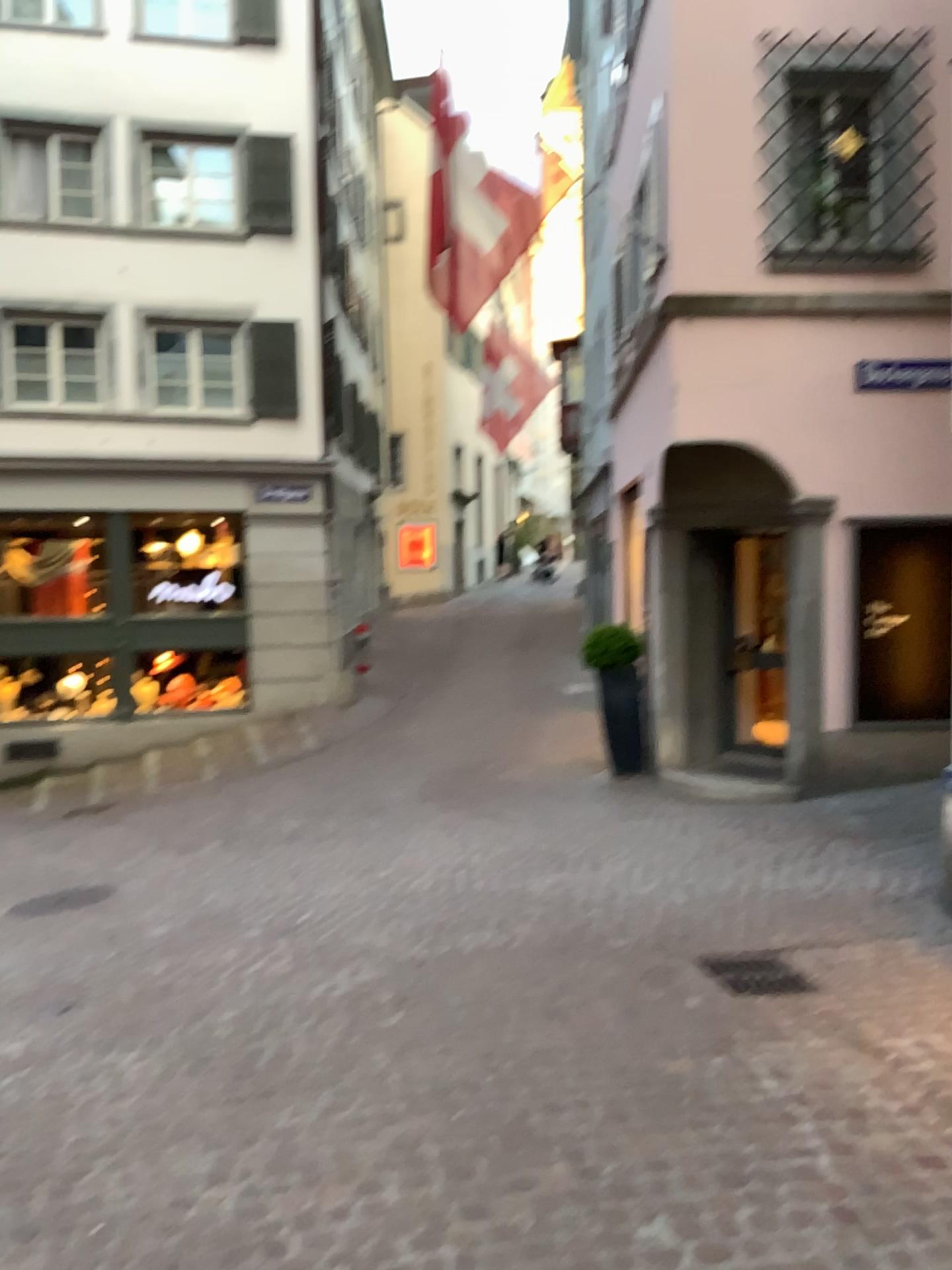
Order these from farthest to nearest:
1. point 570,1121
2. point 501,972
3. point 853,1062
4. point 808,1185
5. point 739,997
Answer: point 501,972 < point 739,997 < point 853,1062 < point 570,1121 < point 808,1185

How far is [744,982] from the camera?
4.4 meters

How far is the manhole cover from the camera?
4.4m
